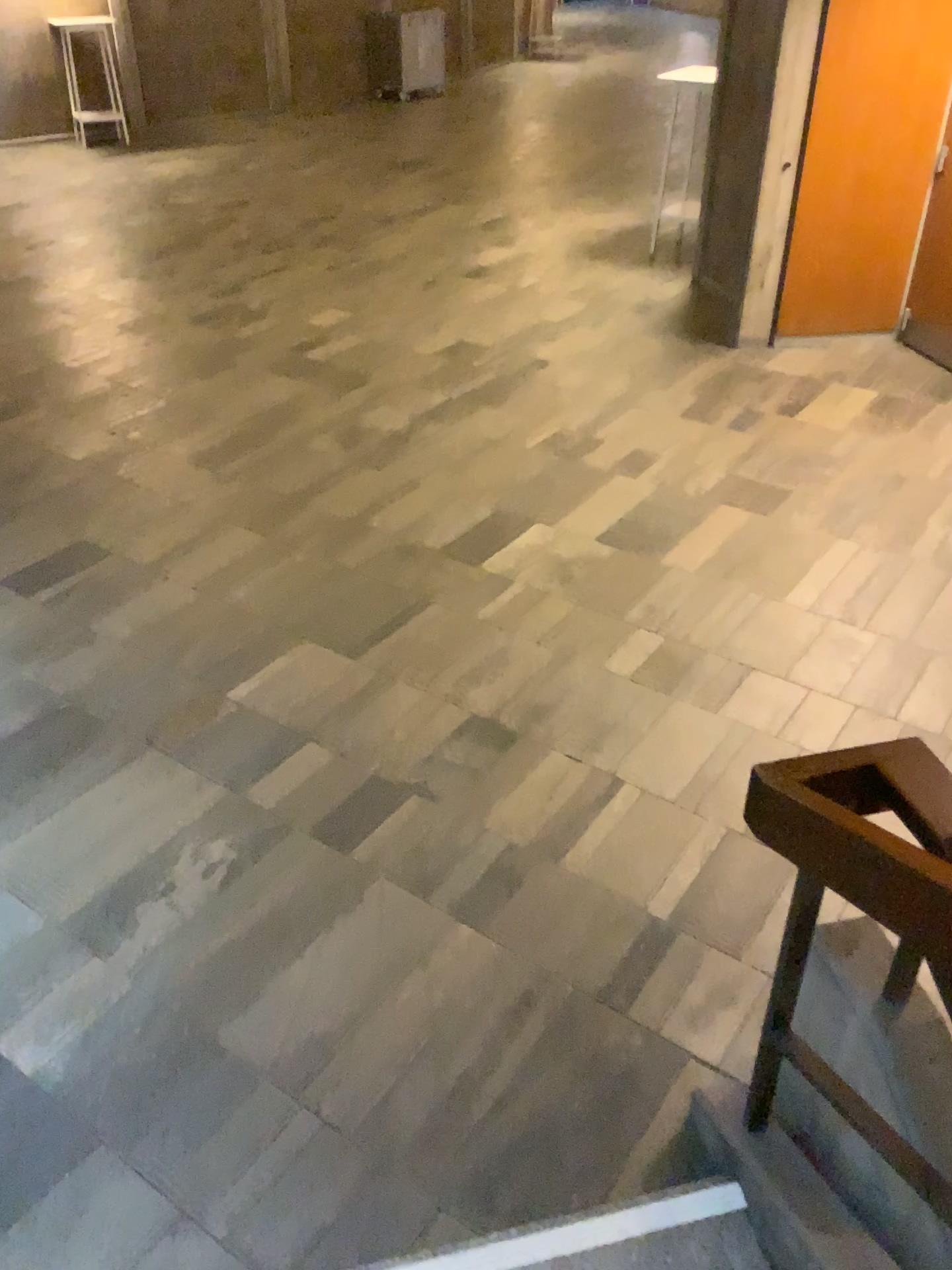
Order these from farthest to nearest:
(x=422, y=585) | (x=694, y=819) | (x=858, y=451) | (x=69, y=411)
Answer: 1. (x=69, y=411)
2. (x=858, y=451)
3. (x=422, y=585)
4. (x=694, y=819)

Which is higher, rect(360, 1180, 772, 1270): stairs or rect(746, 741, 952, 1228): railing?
rect(746, 741, 952, 1228): railing

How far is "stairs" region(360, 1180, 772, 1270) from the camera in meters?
1.9 m

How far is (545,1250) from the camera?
1.9m

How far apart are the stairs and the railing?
0.26m

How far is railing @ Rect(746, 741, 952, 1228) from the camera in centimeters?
147cm

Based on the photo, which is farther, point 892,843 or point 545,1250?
point 545,1250

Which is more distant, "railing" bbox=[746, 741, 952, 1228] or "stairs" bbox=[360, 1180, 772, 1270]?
"stairs" bbox=[360, 1180, 772, 1270]

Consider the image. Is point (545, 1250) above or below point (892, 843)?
below
